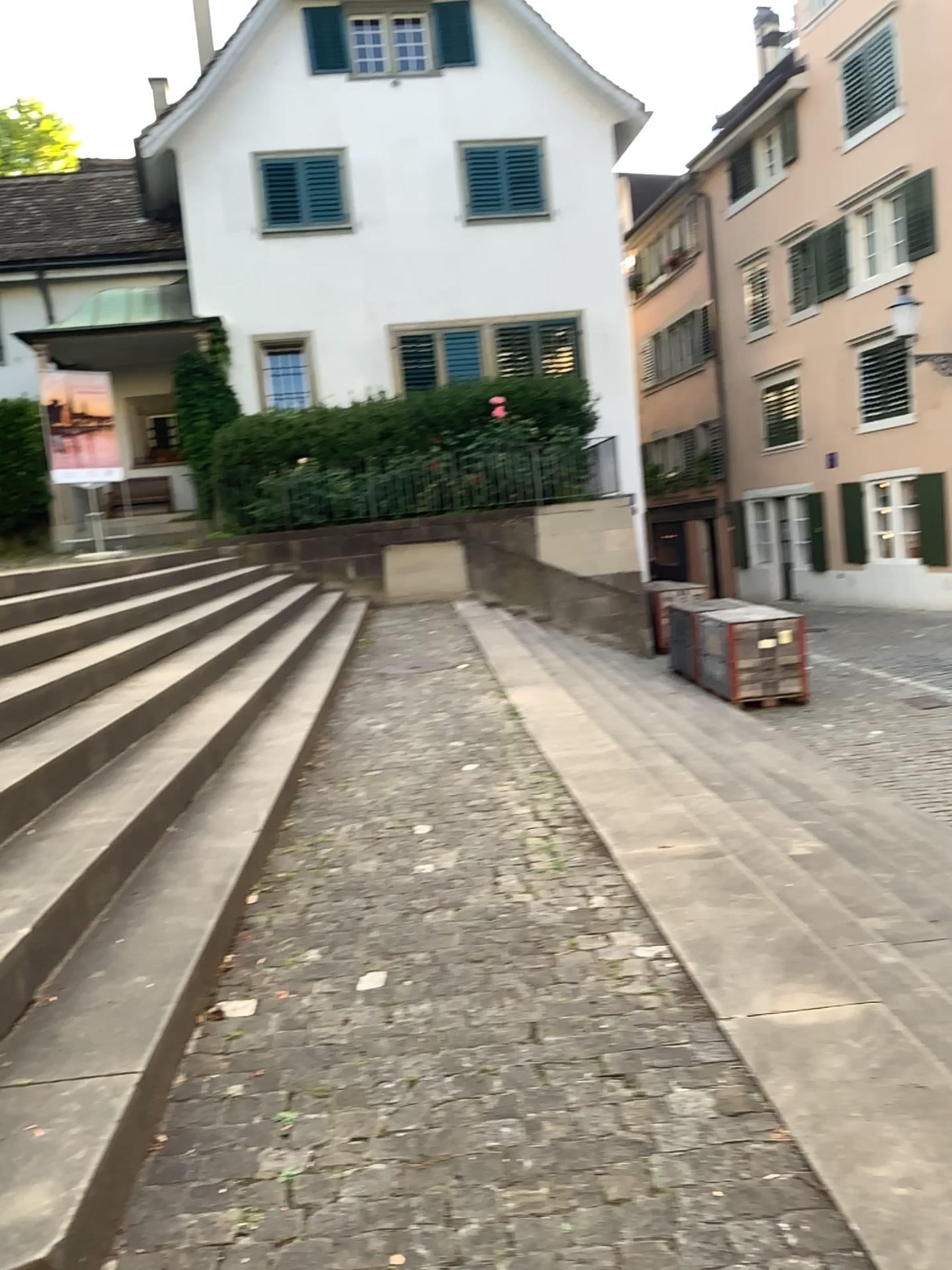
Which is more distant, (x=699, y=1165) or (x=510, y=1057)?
(x=510, y=1057)
